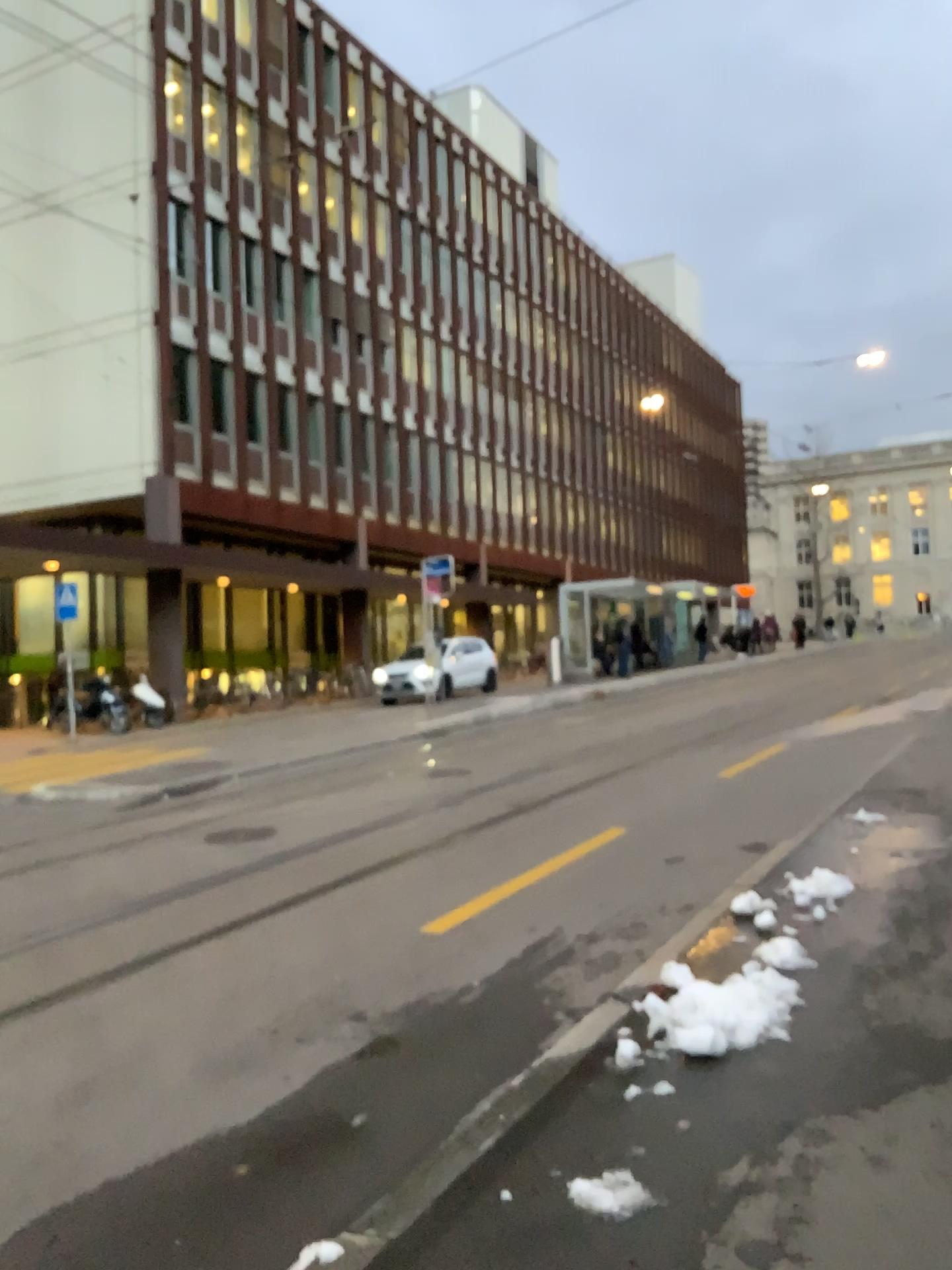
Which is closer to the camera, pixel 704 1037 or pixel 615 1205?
pixel 615 1205

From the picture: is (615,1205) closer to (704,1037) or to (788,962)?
(704,1037)

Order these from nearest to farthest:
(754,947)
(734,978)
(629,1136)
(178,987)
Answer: (629,1136), (734,978), (754,947), (178,987)

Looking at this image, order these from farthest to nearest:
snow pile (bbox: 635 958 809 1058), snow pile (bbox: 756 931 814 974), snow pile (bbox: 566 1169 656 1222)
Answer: snow pile (bbox: 756 931 814 974), snow pile (bbox: 635 958 809 1058), snow pile (bbox: 566 1169 656 1222)

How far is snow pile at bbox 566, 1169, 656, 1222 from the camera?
2.8 meters

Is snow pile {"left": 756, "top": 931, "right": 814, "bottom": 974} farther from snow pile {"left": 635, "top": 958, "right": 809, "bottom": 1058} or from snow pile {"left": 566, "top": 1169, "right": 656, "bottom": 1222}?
snow pile {"left": 566, "top": 1169, "right": 656, "bottom": 1222}

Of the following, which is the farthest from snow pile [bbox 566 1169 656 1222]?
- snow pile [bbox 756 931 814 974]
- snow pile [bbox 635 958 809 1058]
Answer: snow pile [bbox 756 931 814 974]

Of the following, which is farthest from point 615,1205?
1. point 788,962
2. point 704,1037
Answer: point 788,962

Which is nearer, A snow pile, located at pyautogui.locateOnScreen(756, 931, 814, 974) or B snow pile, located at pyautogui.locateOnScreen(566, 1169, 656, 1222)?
B snow pile, located at pyautogui.locateOnScreen(566, 1169, 656, 1222)
